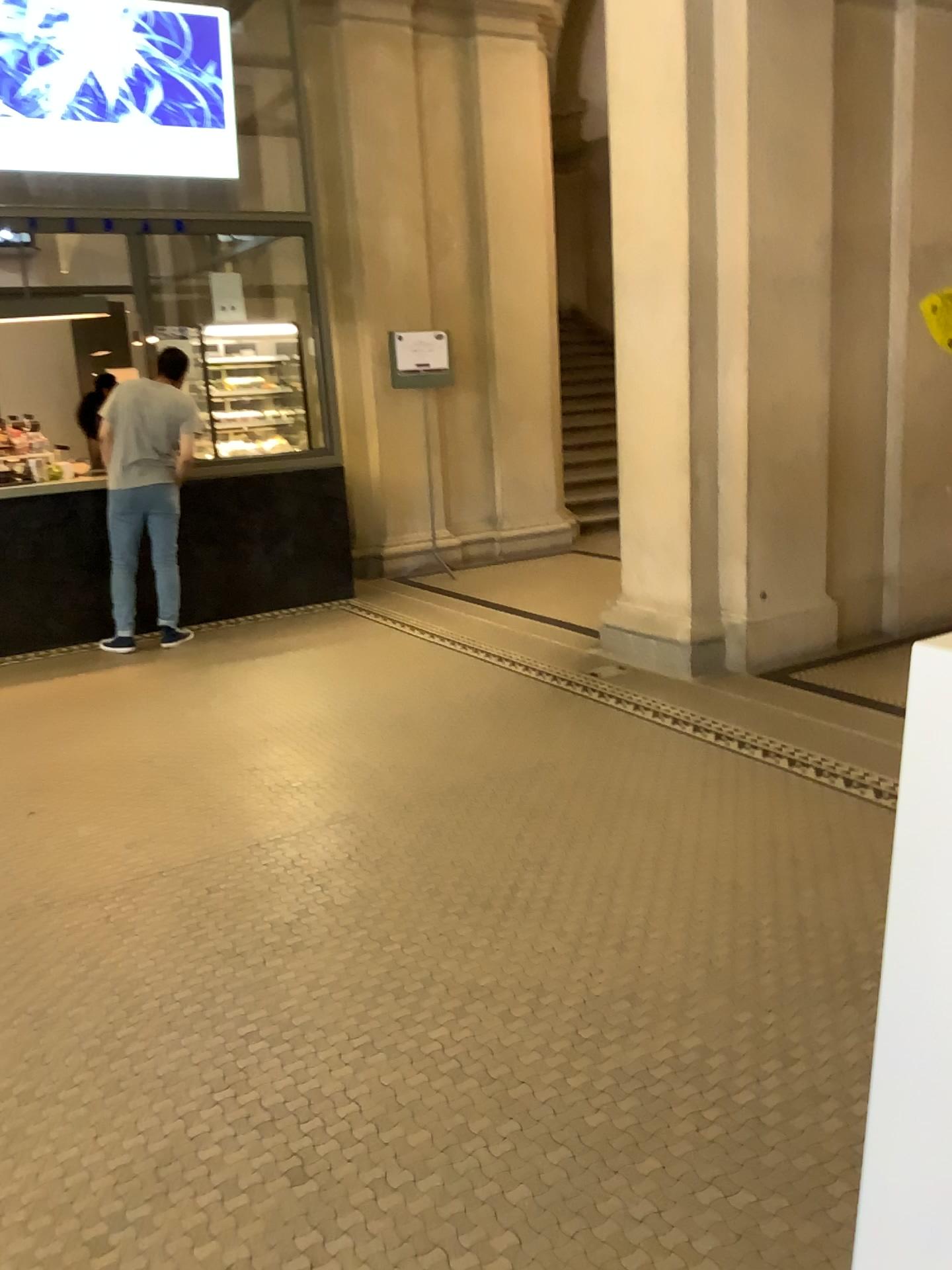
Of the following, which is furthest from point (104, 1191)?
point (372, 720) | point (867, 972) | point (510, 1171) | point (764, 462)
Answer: point (764, 462)
